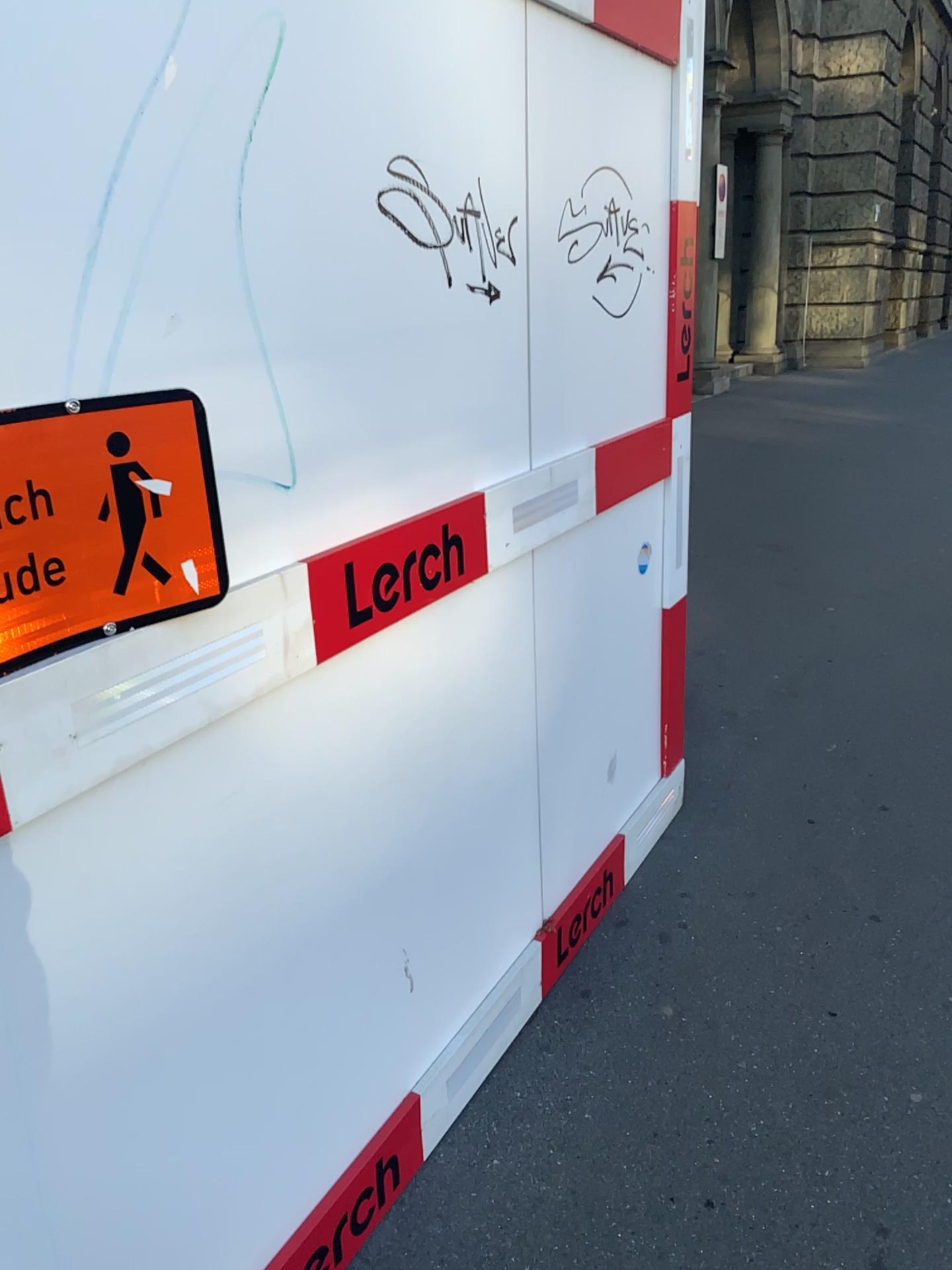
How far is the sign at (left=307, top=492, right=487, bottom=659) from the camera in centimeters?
149cm

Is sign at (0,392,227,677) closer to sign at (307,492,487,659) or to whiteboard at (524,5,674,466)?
sign at (307,492,487,659)

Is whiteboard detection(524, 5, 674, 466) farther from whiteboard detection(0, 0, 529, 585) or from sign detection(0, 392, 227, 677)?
sign detection(0, 392, 227, 677)

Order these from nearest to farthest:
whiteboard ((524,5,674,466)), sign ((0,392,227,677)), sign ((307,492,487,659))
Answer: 1. sign ((0,392,227,677))
2. sign ((307,492,487,659))
3. whiteboard ((524,5,674,466))

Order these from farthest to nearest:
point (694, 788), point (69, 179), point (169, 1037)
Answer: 1. point (694, 788)
2. point (169, 1037)
3. point (69, 179)

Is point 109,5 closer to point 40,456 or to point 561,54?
point 40,456

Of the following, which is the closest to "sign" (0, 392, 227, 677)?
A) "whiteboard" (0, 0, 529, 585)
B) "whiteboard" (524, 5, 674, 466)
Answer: "whiteboard" (0, 0, 529, 585)

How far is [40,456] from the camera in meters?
1.0 m

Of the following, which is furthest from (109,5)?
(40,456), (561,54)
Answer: (561,54)

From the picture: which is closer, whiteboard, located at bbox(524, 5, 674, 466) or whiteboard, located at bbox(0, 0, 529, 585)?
whiteboard, located at bbox(0, 0, 529, 585)
